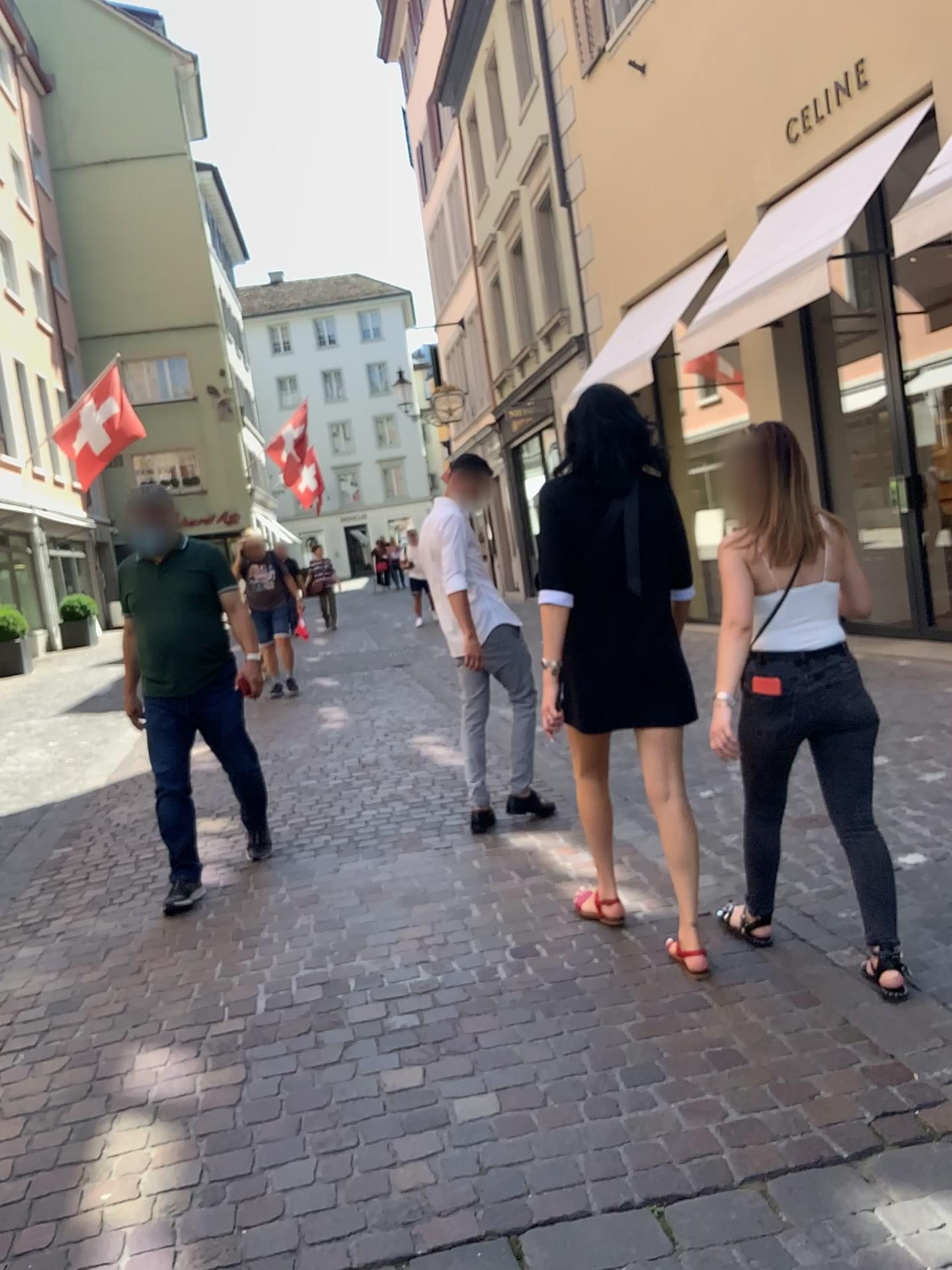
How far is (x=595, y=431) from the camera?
3.0 meters

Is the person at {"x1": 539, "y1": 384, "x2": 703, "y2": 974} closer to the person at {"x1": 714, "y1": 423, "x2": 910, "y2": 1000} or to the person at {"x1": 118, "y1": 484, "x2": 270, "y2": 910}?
the person at {"x1": 714, "y1": 423, "x2": 910, "y2": 1000}

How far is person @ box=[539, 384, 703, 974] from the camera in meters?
3.0 m

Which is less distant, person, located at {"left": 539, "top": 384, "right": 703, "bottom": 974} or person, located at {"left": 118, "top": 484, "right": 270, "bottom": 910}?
person, located at {"left": 539, "top": 384, "right": 703, "bottom": 974}

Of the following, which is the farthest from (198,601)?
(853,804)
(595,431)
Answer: (853,804)

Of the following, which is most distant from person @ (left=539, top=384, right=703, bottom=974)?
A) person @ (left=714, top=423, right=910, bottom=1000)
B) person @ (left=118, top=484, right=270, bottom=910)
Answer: person @ (left=118, top=484, right=270, bottom=910)

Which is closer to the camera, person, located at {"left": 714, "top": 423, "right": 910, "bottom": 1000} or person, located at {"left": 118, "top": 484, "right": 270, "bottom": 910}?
person, located at {"left": 714, "top": 423, "right": 910, "bottom": 1000}

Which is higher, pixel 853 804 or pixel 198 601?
pixel 198 601

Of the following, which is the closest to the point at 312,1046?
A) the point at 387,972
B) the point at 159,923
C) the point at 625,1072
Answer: the point at 387,972
